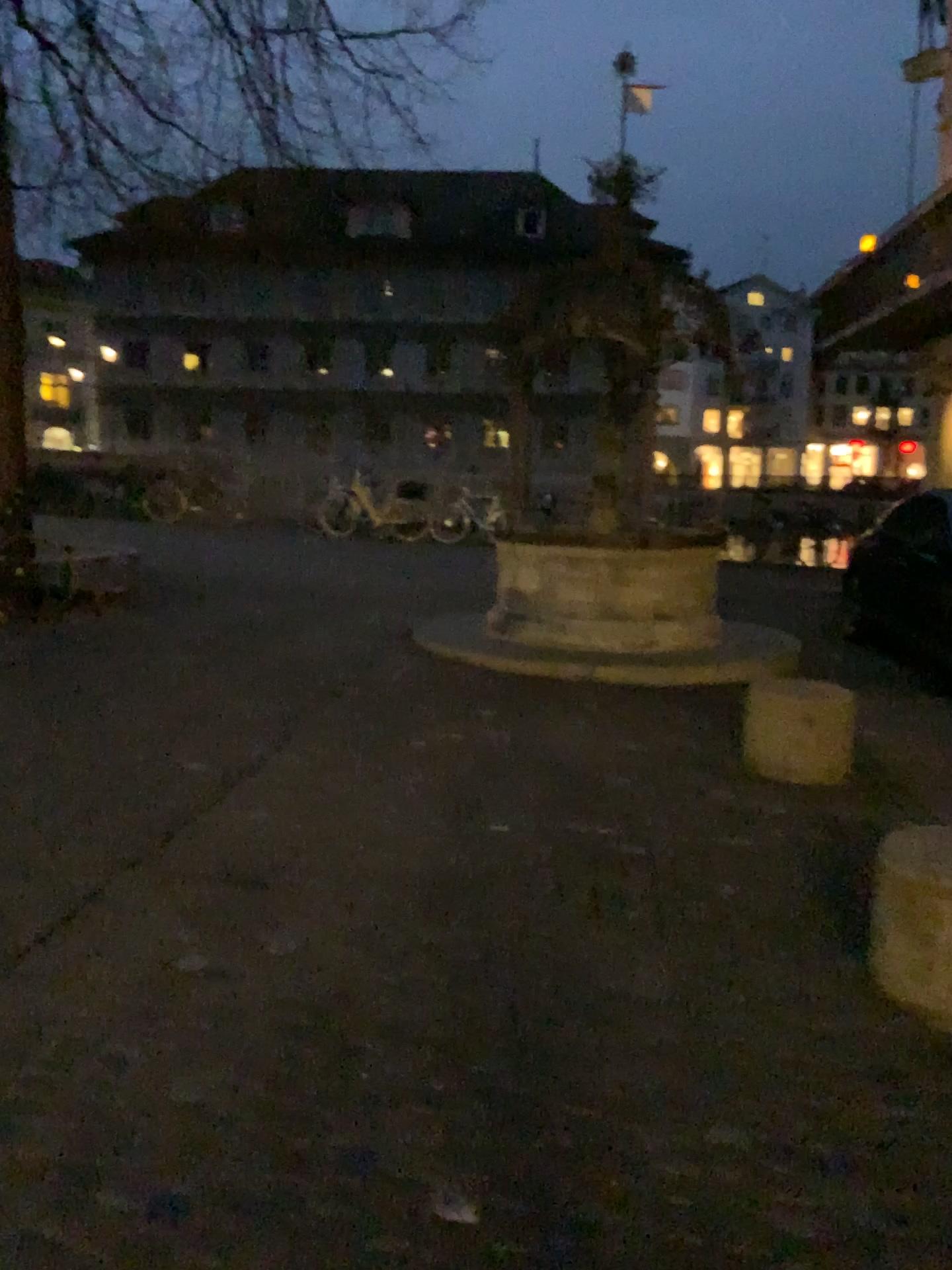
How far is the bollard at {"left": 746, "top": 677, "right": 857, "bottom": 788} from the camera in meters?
4.8

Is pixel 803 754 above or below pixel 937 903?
below

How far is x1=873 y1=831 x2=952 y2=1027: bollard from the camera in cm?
264

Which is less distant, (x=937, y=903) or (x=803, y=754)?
(x=937, y=903)

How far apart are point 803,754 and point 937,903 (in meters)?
2.22

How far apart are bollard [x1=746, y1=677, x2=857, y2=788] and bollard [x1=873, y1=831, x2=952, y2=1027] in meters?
2.0 m

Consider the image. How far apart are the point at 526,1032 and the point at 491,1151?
0.48m

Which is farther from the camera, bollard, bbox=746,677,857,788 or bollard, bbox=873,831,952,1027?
bollard, bbox=746,677,857,788
